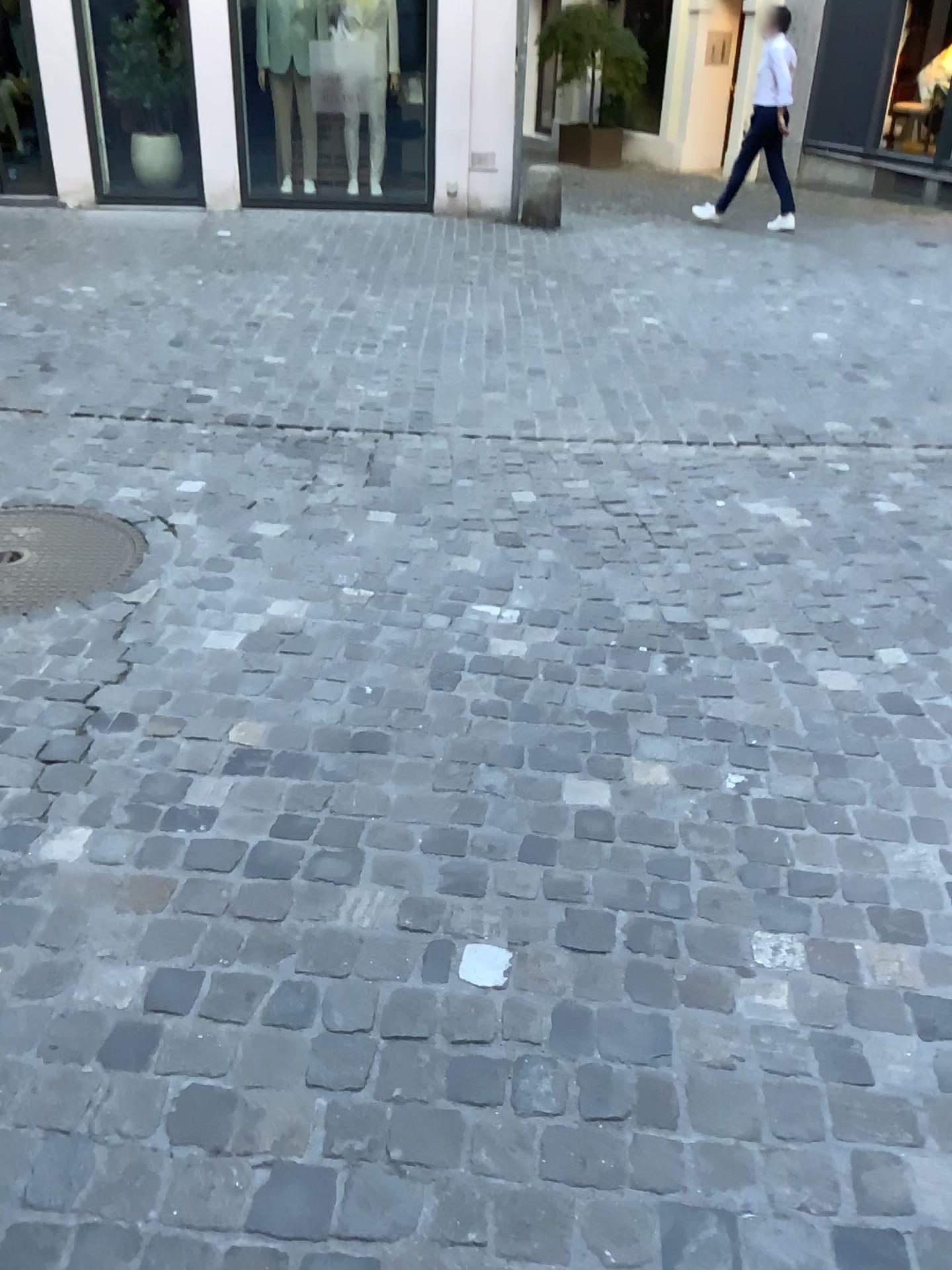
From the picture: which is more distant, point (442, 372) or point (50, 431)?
point (442, 372)
